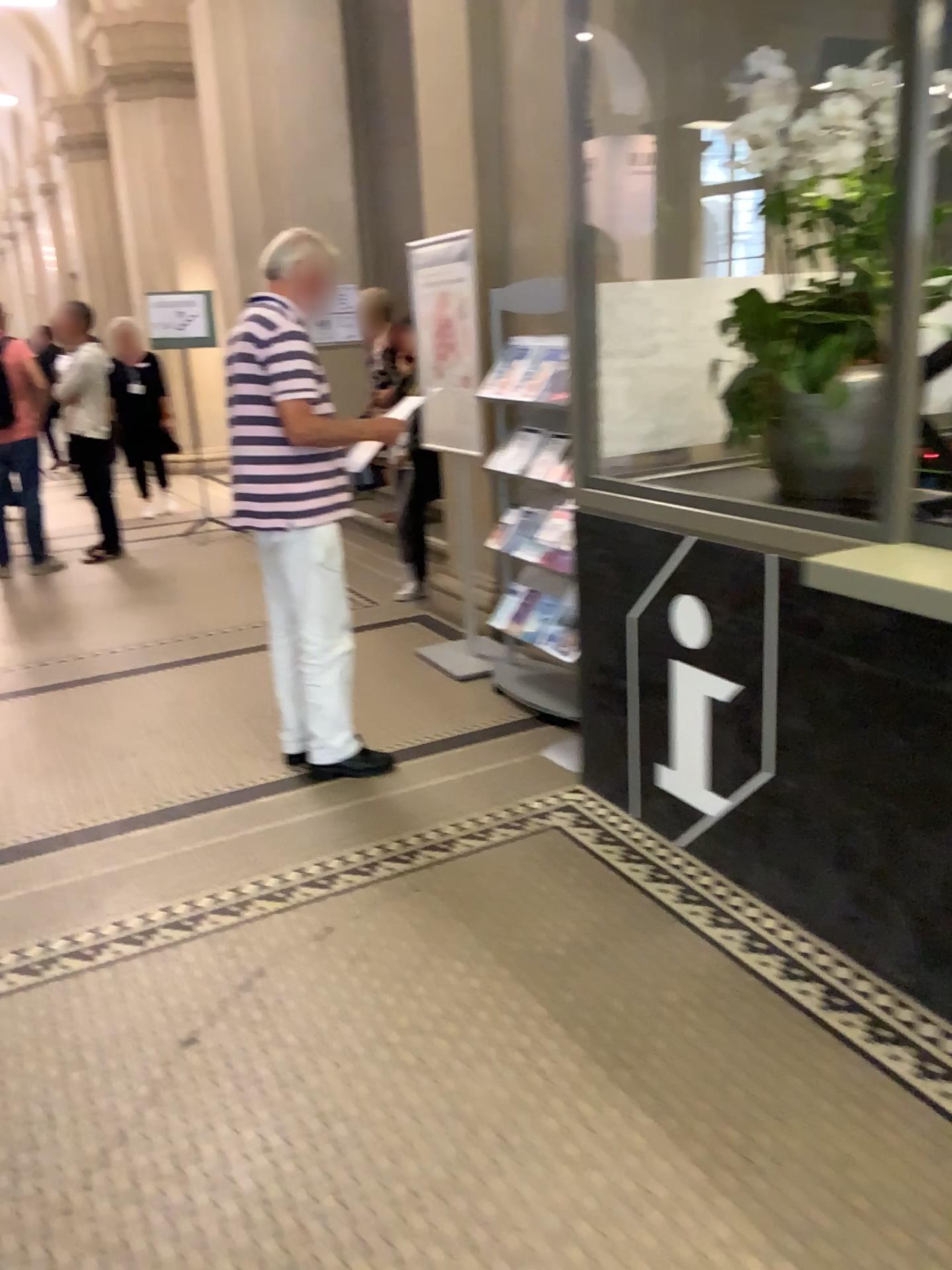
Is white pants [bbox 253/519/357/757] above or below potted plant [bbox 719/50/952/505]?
below

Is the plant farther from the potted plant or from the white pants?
the white pants

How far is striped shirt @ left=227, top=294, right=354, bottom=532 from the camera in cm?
320

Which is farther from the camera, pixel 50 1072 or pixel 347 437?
pixel 347 437

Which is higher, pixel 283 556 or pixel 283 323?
pixel 283 323

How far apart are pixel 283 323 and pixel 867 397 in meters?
1.7 m

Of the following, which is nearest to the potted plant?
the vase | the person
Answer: the vase

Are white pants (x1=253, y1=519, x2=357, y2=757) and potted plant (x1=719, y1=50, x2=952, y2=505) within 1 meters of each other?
no

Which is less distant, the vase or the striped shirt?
the vase

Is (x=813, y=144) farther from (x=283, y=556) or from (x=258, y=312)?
(x=283, y=556)
